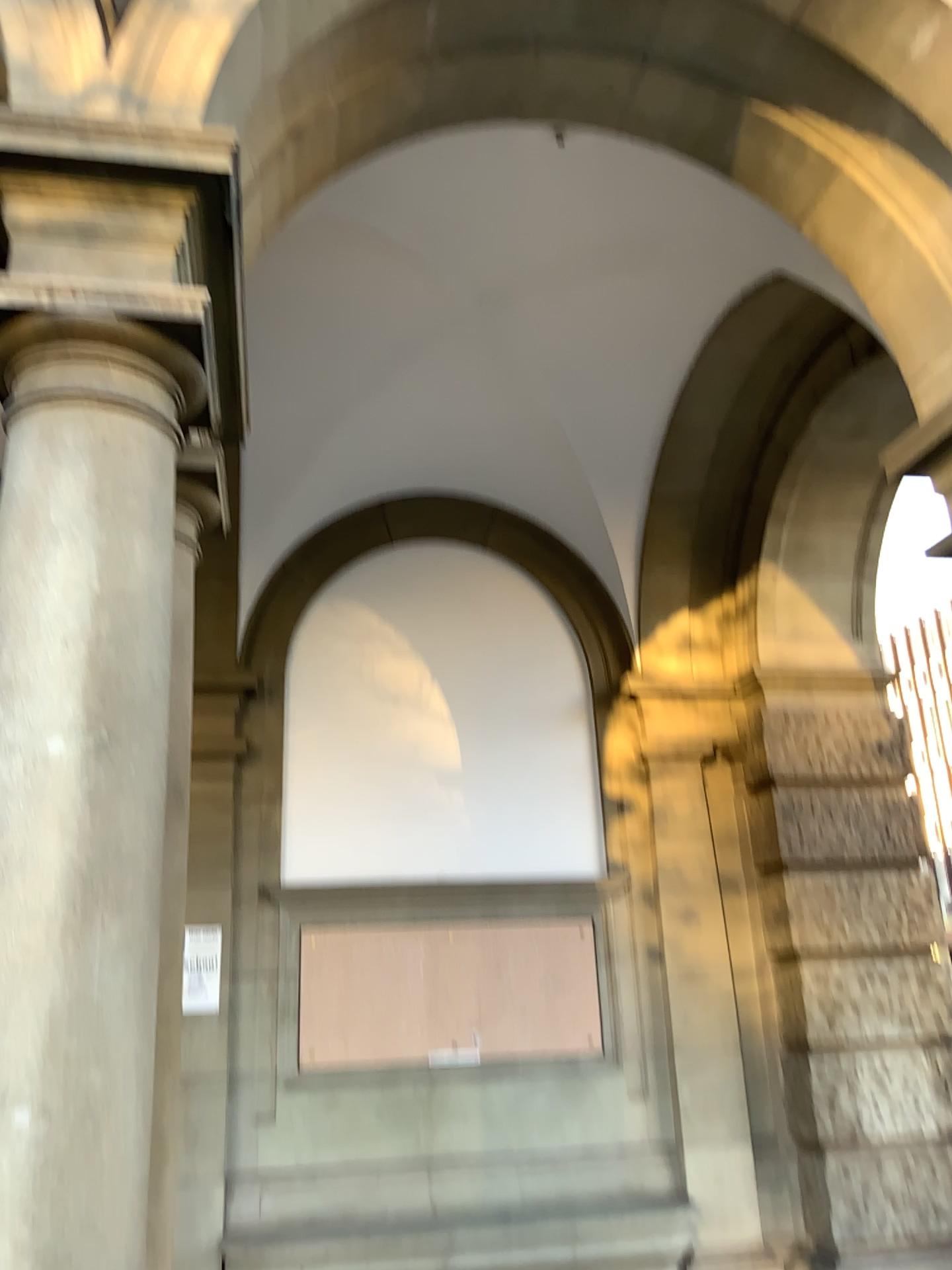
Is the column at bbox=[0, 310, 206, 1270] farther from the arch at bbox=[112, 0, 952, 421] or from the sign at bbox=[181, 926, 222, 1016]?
the arch at bbox=[112, 0, 952, 421]

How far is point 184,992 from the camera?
2.6 meters

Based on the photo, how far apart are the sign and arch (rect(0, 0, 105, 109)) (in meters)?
2.03

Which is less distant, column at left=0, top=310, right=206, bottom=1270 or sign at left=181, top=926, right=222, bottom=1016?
column at left=0, top=310, right=206, bottom=1270

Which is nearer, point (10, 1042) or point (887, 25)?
point (10, 1042)

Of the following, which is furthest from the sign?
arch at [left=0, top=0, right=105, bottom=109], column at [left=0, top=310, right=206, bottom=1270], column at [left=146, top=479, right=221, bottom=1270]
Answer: A: arch at [left=0, top=0, right=105, bottom=109]

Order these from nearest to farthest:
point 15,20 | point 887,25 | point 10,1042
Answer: point 10,1042 → point 15,20 → point 887,25

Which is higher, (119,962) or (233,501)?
(233,501)

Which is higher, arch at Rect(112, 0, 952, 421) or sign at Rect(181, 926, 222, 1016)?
arch at Rect(112, 0, 952, 421)

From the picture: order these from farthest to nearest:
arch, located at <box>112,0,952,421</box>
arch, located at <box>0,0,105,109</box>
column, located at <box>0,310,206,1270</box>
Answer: Answer: 1. arch, located at <box>112,0,952,421</box>
2. arch, located at <box>0,0,105,109</box>
3. column, located at <box>0,310,206,1270</box>
